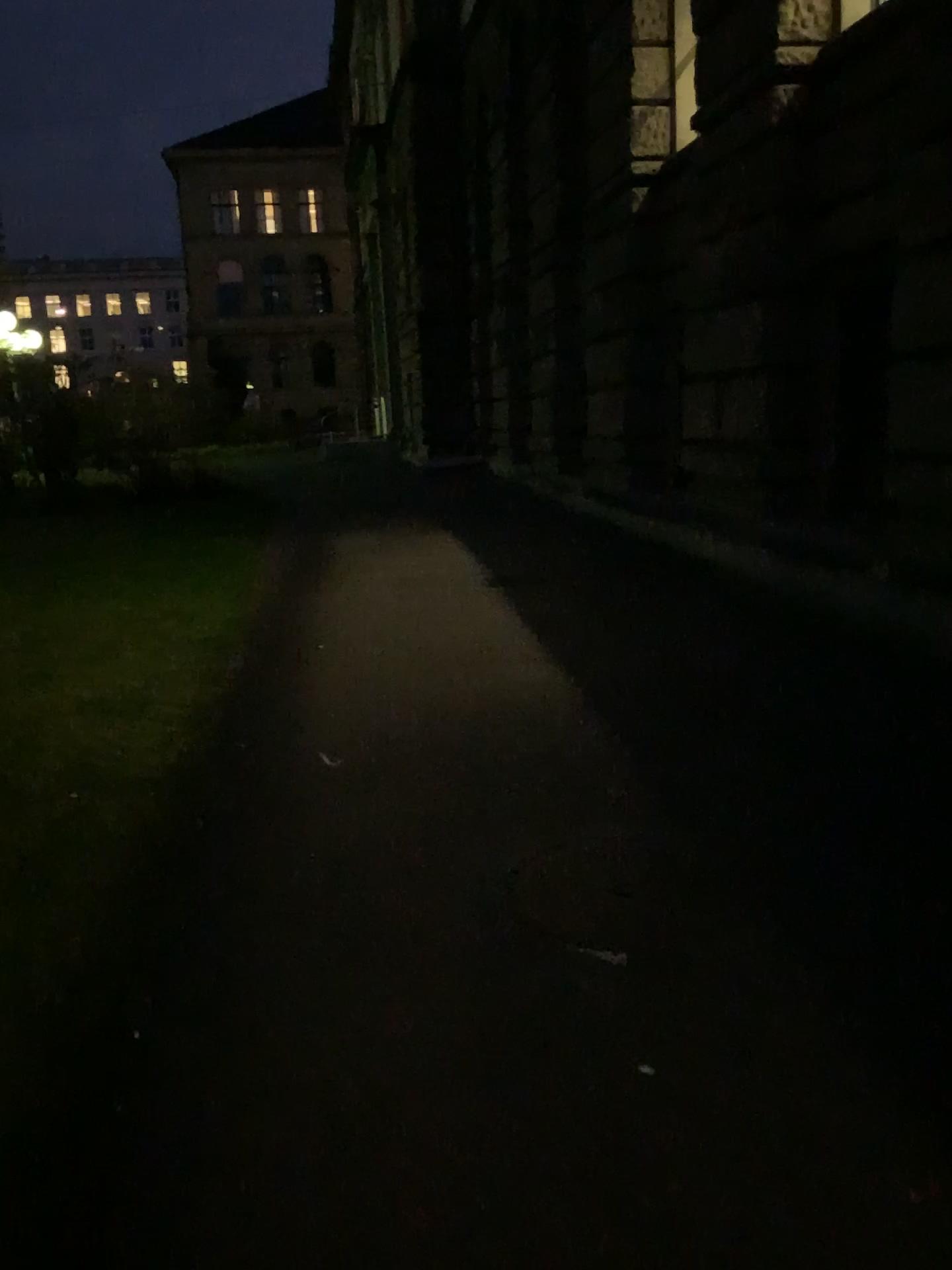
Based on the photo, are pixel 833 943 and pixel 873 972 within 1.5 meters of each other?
yes
